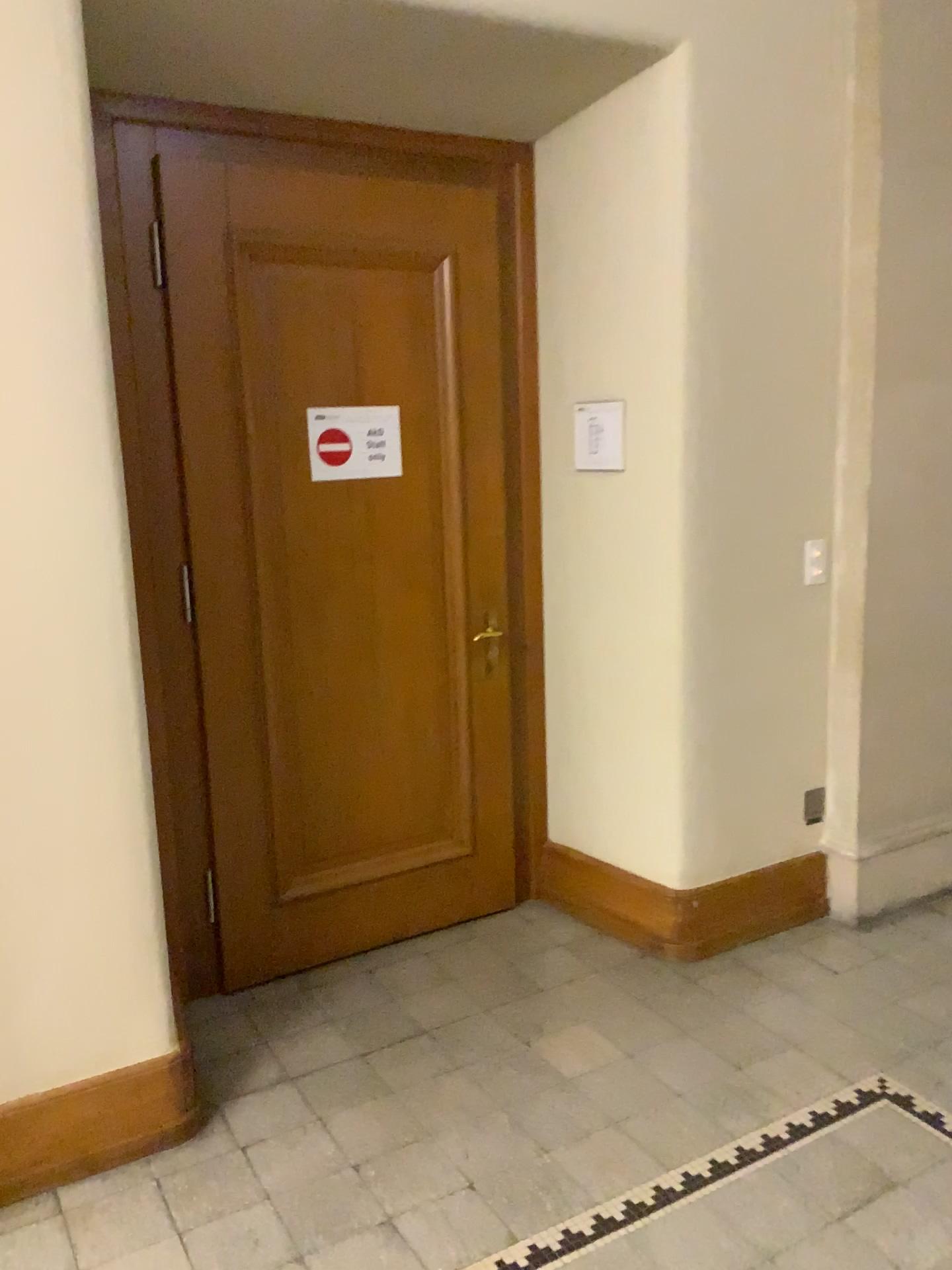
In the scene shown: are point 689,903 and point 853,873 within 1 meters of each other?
yes

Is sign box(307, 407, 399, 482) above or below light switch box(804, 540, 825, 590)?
above

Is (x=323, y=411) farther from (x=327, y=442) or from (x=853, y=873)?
(x=853, y=873)

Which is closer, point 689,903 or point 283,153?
point 283,153

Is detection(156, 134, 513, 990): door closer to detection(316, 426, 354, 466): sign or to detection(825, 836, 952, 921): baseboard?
detection(316, 426, 354, 466): sign

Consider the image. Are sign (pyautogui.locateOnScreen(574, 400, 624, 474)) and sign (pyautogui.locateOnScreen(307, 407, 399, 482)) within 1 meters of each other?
yes

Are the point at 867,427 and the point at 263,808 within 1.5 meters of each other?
no

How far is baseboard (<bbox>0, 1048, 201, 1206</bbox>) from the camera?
2.36m

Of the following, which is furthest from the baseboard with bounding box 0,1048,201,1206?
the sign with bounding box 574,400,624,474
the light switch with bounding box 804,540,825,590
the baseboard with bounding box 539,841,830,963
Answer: the light switch with bounding box 804,540,825,590

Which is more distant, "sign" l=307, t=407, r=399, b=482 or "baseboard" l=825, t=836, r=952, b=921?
Answer: "baseboard" l=825, t=836, r=952, b=921
